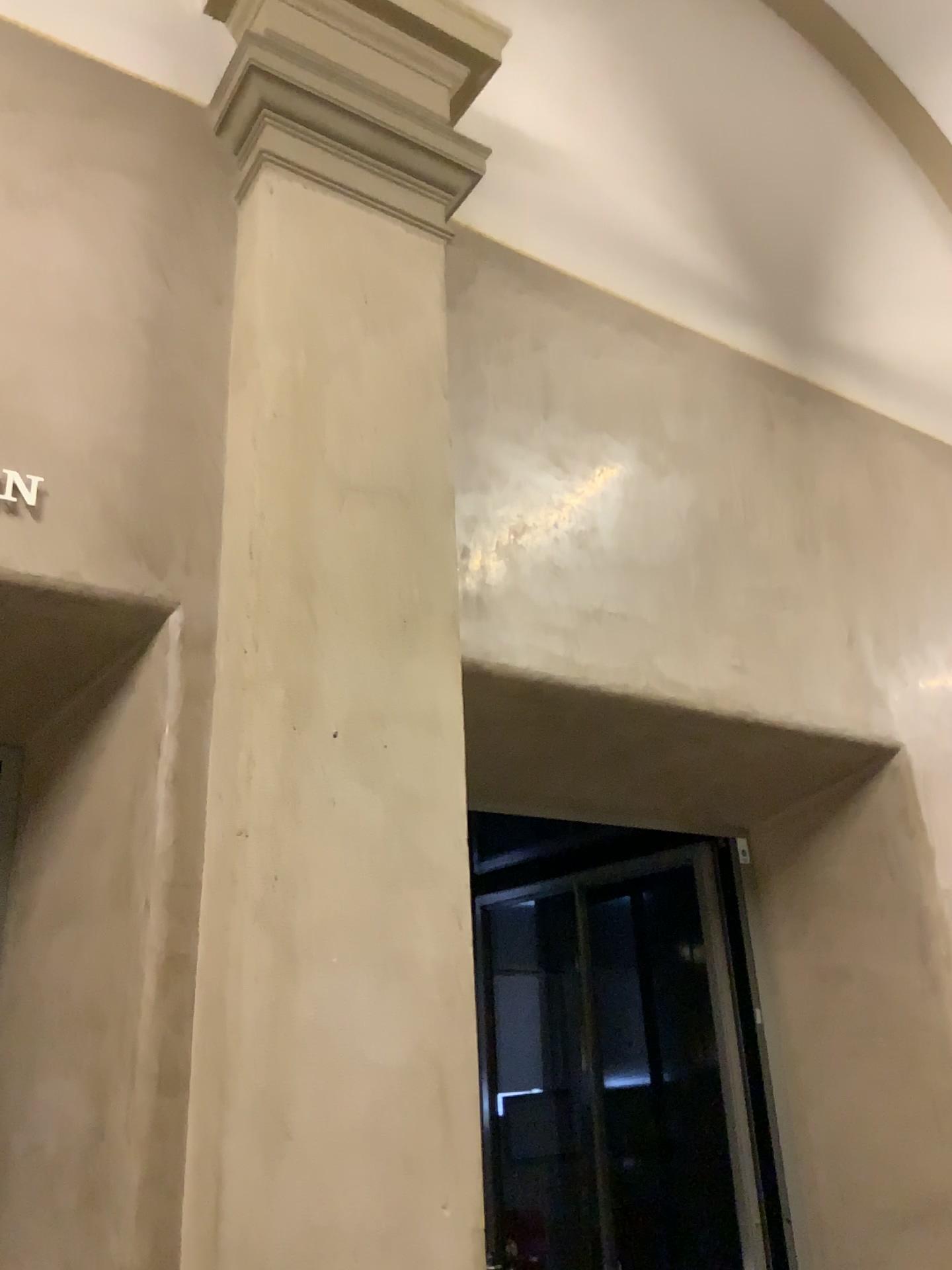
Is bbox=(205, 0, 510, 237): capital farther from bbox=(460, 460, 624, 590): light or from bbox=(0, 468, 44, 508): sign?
bbox=(0, 468, 44, 508): sign

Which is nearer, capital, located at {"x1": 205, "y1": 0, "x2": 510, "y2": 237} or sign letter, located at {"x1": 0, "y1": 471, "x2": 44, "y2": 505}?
sign letter, located at {"x1": 0, "y1": 471, "x2": 44, "y2": 505}

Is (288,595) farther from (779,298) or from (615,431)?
(779,298)

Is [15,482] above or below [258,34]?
below

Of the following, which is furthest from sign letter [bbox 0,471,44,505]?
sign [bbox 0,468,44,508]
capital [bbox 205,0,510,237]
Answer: capital [bbox 205,0,510,237]

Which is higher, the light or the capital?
the capital

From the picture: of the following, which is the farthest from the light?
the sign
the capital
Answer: the sign

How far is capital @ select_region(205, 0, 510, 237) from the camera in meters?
2.8 m

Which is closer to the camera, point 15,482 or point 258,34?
point 15,482

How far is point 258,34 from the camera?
2.8 meters
